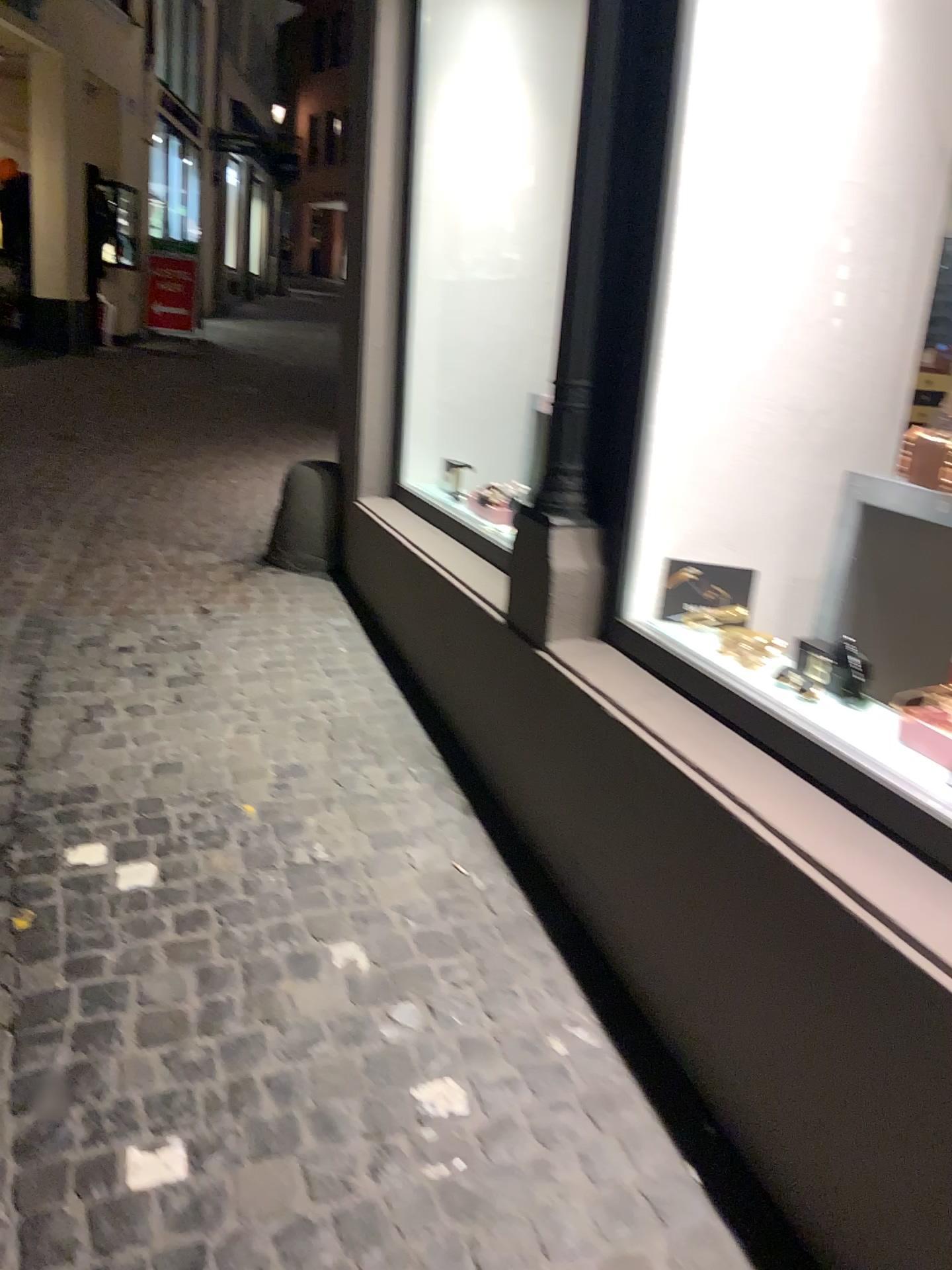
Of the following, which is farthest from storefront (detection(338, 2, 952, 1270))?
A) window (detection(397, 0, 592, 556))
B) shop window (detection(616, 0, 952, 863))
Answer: window (detection(397, 0, 592, 556))

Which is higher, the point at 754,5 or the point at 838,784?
the point at 754,5

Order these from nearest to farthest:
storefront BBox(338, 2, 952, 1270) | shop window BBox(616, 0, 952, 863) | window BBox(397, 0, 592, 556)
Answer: storefront BBox(338, 2, 952, 1270) → shop window BBox(616, 0, 952, 863) → window BBox(397, 0, 592, 556)

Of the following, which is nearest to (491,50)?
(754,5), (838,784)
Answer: (754,5)

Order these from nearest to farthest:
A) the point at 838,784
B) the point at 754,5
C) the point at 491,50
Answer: the point at 838,784, the point at 754,5, the point at 491,50

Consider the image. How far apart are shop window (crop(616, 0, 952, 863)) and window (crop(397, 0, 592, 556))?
1.36m

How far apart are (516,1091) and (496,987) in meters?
0.3

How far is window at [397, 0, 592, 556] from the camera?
4.0 meters

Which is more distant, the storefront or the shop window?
the shop window

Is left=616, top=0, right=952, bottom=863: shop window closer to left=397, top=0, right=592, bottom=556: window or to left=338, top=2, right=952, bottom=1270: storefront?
left=338, top=2, right=952, bottom=1270: storefront
